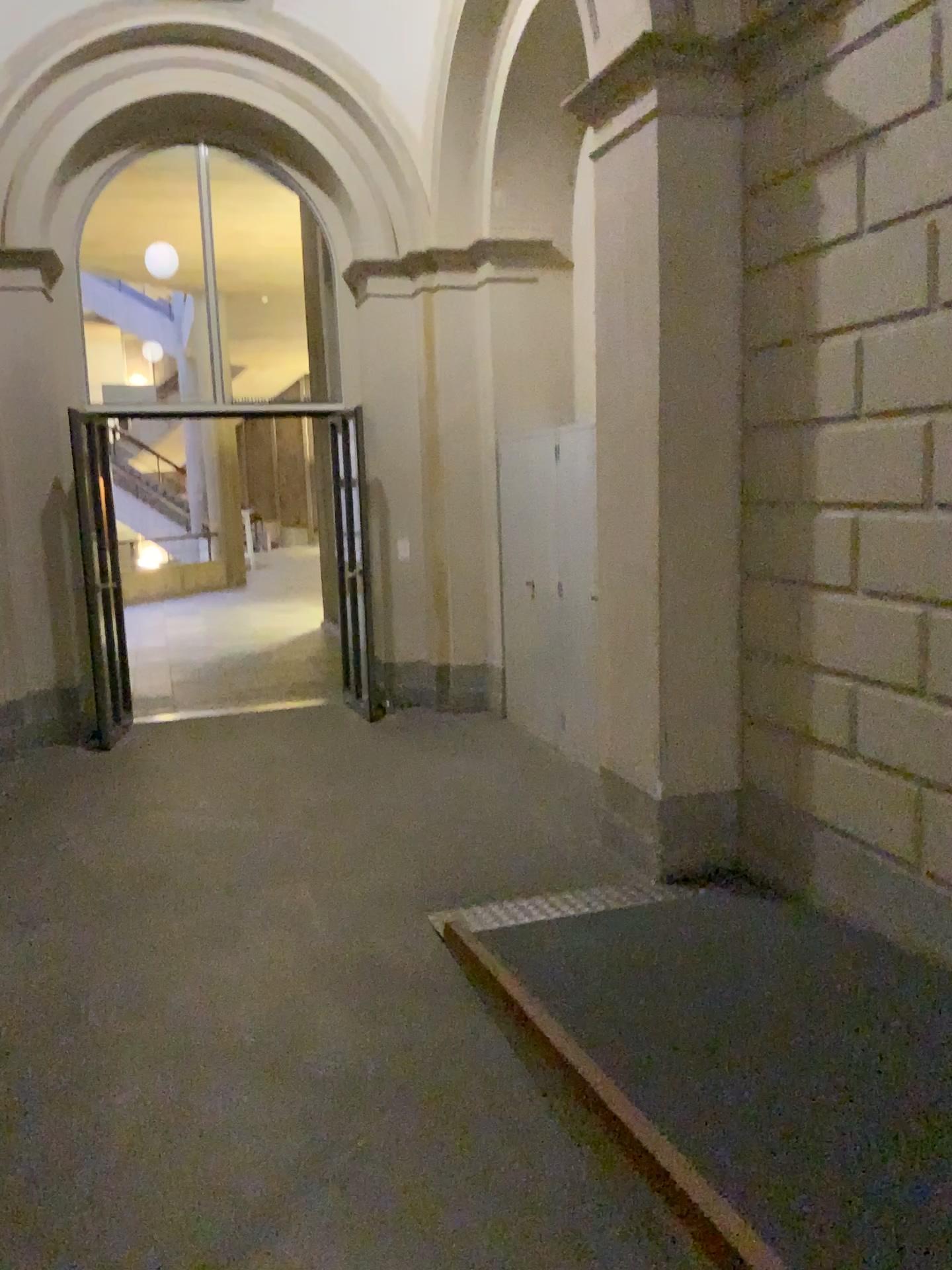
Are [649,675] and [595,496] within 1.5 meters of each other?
yes
